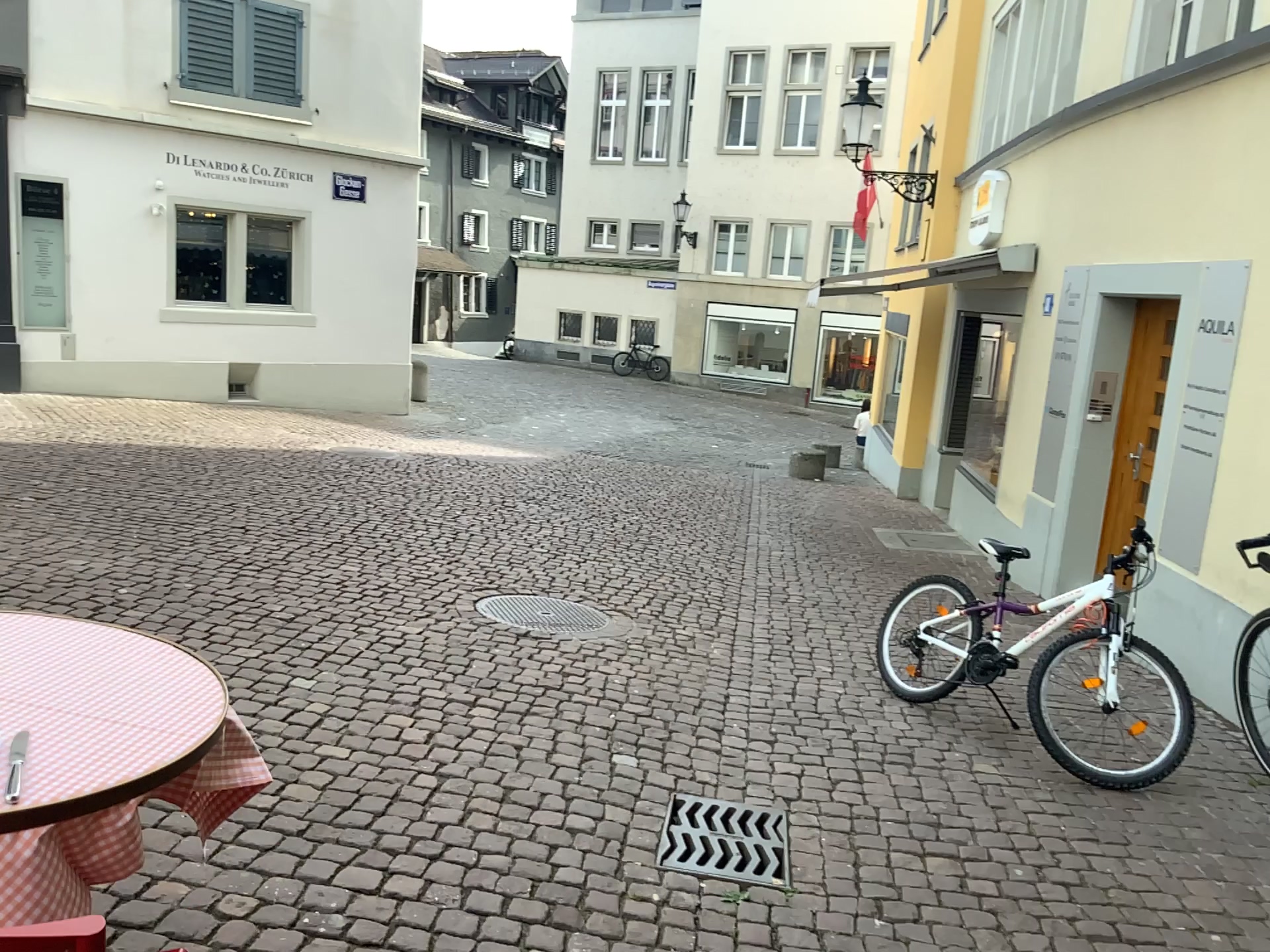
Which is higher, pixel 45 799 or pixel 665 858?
pixel 45 799

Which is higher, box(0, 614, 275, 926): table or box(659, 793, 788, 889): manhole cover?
box(0, 614, 275, 926): table

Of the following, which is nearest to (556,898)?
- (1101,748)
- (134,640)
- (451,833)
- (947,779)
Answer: (451,833)

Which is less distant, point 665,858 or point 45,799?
point 45,799

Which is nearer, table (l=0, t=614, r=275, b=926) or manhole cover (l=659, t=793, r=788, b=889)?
table (l=0, t=614, r=275, b=926)
